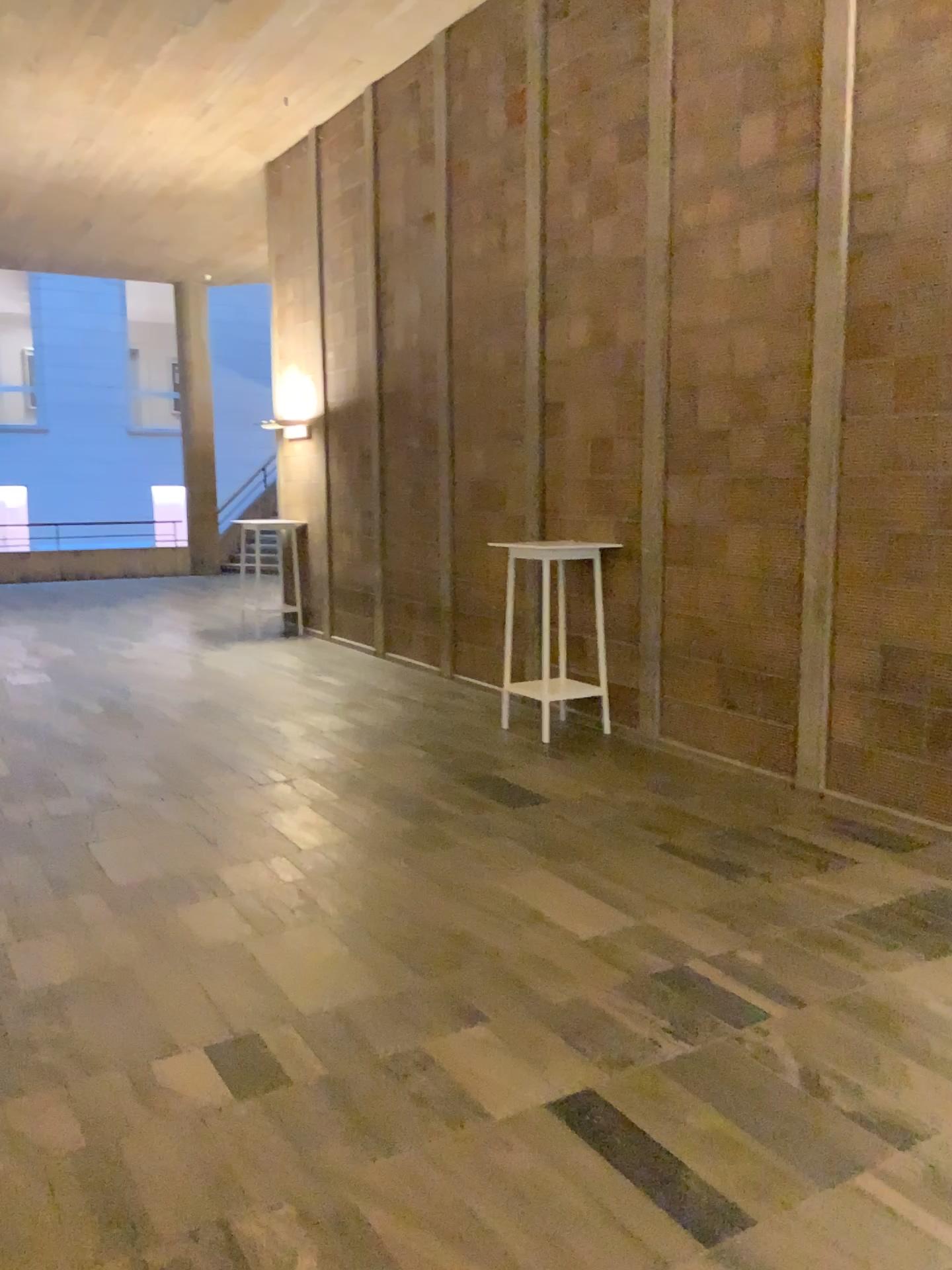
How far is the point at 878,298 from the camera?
4.6m
